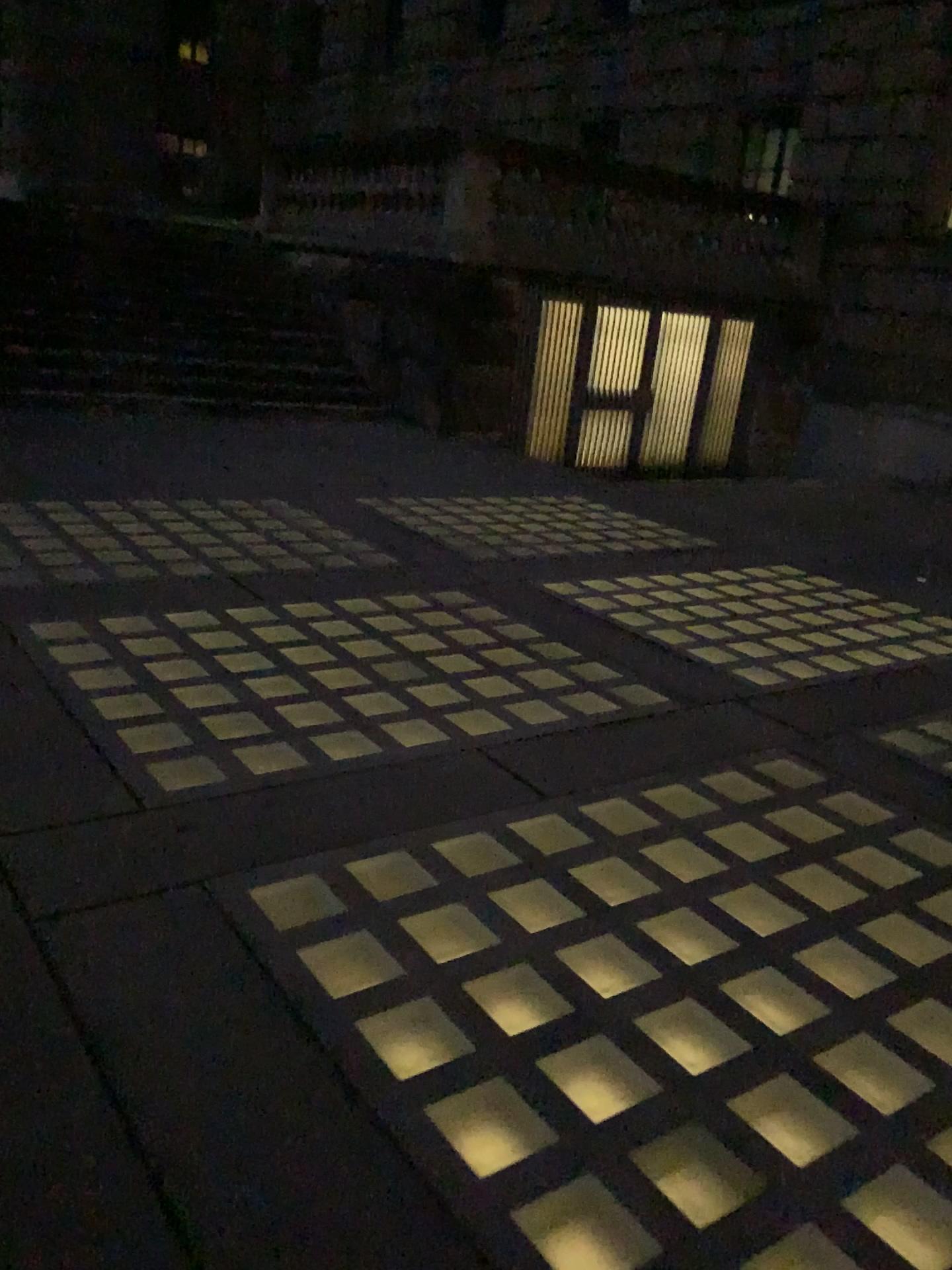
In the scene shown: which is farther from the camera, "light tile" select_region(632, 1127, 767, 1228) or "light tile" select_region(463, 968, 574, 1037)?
"light tile" select_region(463, 968, 574, 1037)

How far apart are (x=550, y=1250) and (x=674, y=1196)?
0.3m

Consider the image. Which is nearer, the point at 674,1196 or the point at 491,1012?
the point at 674,1196

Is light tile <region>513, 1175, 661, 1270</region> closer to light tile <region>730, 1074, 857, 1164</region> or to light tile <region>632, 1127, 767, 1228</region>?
Answer: light tile <region>632, 1127, 767, 1228</region>

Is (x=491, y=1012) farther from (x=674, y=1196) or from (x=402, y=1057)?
(x=674, y=1196)

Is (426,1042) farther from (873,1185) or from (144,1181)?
(873,1185)

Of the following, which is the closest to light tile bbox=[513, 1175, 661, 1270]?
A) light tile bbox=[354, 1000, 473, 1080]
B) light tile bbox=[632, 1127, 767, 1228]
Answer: light tile bbox=[632, 1127, 767, 1228]

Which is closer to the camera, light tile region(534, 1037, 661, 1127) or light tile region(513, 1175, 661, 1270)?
light tile region(513, 1175, 661, 1270)

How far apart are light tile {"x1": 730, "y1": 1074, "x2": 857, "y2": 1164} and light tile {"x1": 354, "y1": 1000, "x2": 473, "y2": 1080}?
0.57m

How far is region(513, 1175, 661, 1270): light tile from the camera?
1.7 meters
